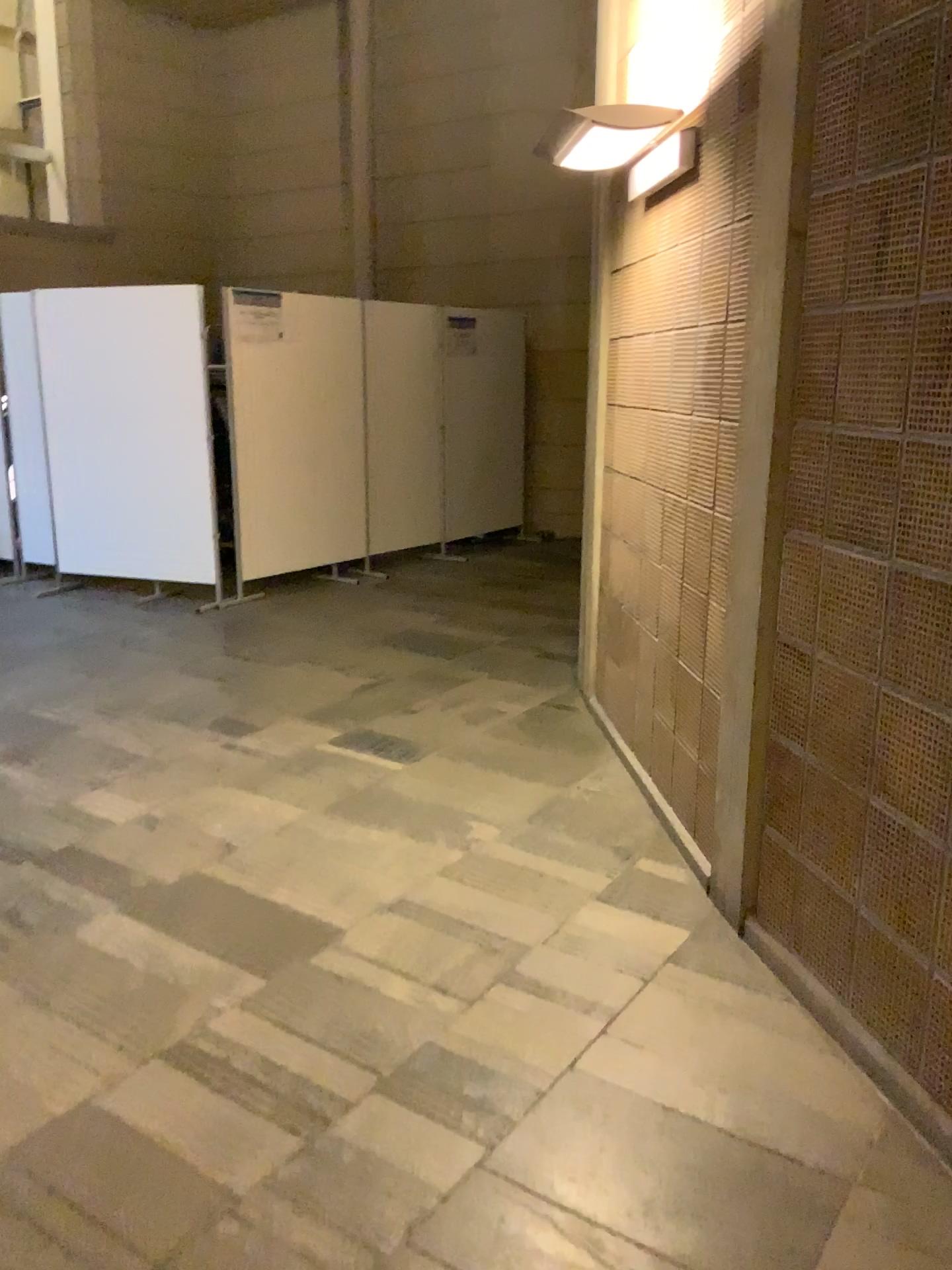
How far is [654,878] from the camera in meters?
3.1 m
